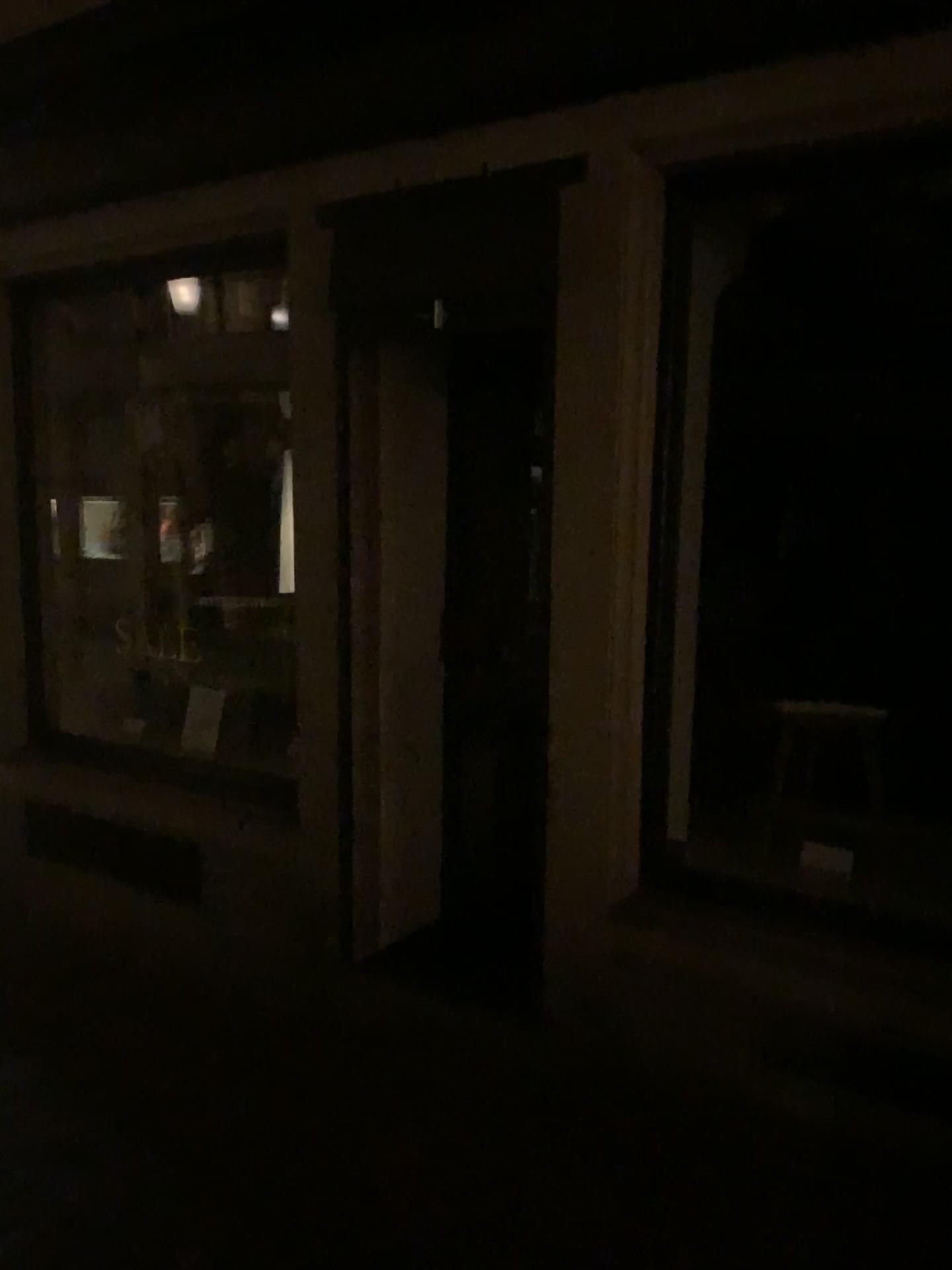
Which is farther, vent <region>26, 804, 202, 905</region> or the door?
vent <region>26, 804, 202, 905</region>

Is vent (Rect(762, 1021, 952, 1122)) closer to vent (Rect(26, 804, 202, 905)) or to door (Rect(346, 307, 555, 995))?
door (Rect(346, 307, 555, 995))

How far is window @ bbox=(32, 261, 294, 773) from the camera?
4.5 meters

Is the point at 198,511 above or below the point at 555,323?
below

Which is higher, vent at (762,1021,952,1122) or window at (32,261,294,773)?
window at (32,261,294,773)

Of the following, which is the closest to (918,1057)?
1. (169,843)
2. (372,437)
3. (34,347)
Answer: (372,437)

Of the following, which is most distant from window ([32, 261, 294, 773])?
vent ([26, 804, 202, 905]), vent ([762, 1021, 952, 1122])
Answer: vent ([762, 1021, 952, 1122])

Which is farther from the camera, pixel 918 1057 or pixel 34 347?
pixel 34 347

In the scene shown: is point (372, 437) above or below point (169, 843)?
above

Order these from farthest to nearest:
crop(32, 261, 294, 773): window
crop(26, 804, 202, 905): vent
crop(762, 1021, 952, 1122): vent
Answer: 1. crop(32, 261, 294, 773): window
2. crop(26, 804, 202, 905): vent
3. crop(762, 1021, 952, 1122): vent
